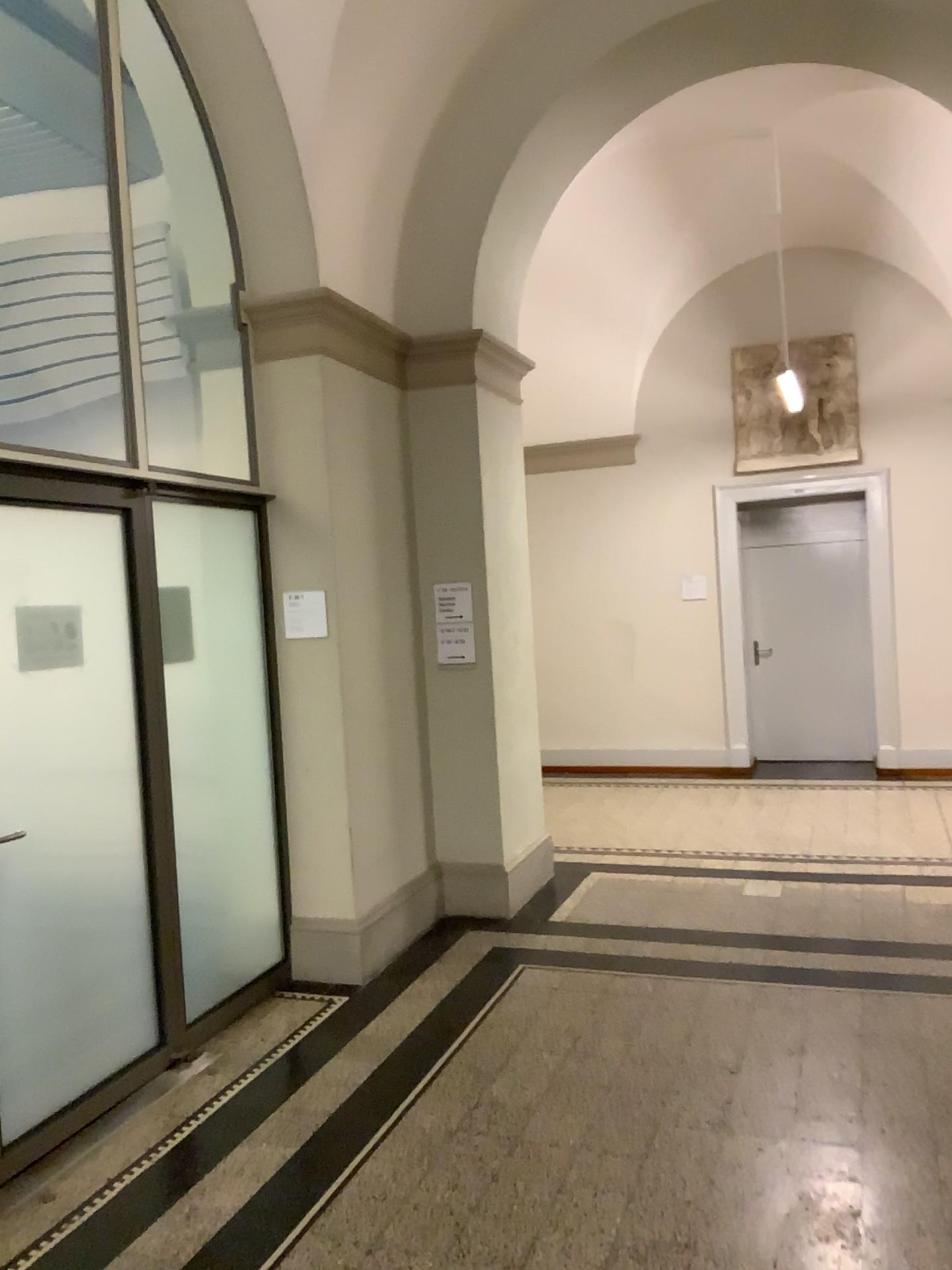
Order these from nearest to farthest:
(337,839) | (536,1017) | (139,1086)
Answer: (139,1086) → (536,1017) → (337,839)

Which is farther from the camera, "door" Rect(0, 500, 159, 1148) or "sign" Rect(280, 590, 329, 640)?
"sign" Rect(280, 590, 329, 640)

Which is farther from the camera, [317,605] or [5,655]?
[317,605]
